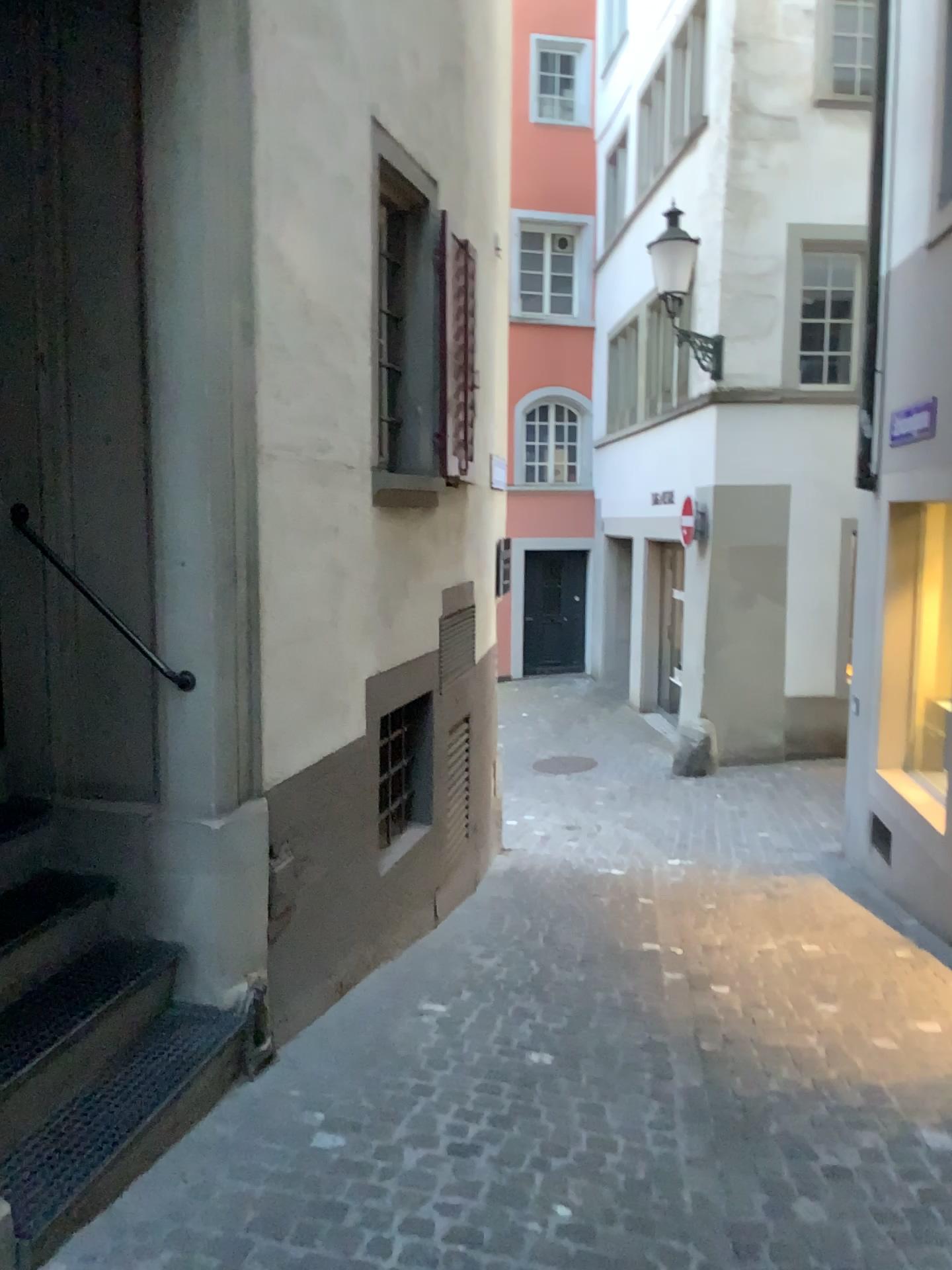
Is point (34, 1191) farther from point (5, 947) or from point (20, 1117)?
point (5, 947)

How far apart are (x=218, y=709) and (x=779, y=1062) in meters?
2.3

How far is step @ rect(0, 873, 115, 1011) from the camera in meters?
2.8

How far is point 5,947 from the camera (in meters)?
2.77

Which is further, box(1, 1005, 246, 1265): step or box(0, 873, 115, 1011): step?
box(0, 873, 115, 1011): step

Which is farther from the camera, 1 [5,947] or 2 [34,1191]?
1 [5,947]
